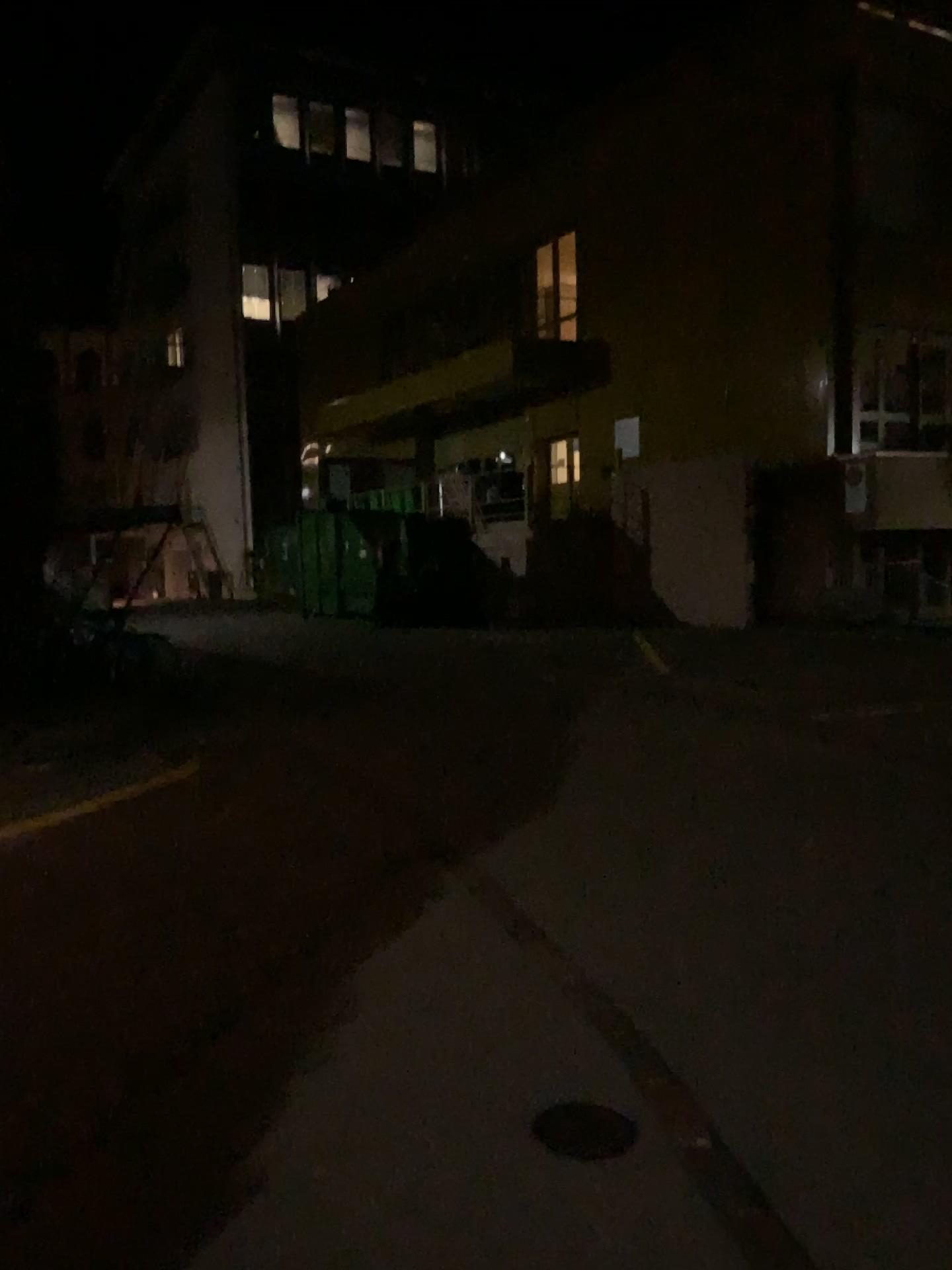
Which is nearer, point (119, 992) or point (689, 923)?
point (119, 992)

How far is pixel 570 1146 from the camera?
2.6 meters

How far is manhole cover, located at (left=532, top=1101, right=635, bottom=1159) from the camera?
2.6m
